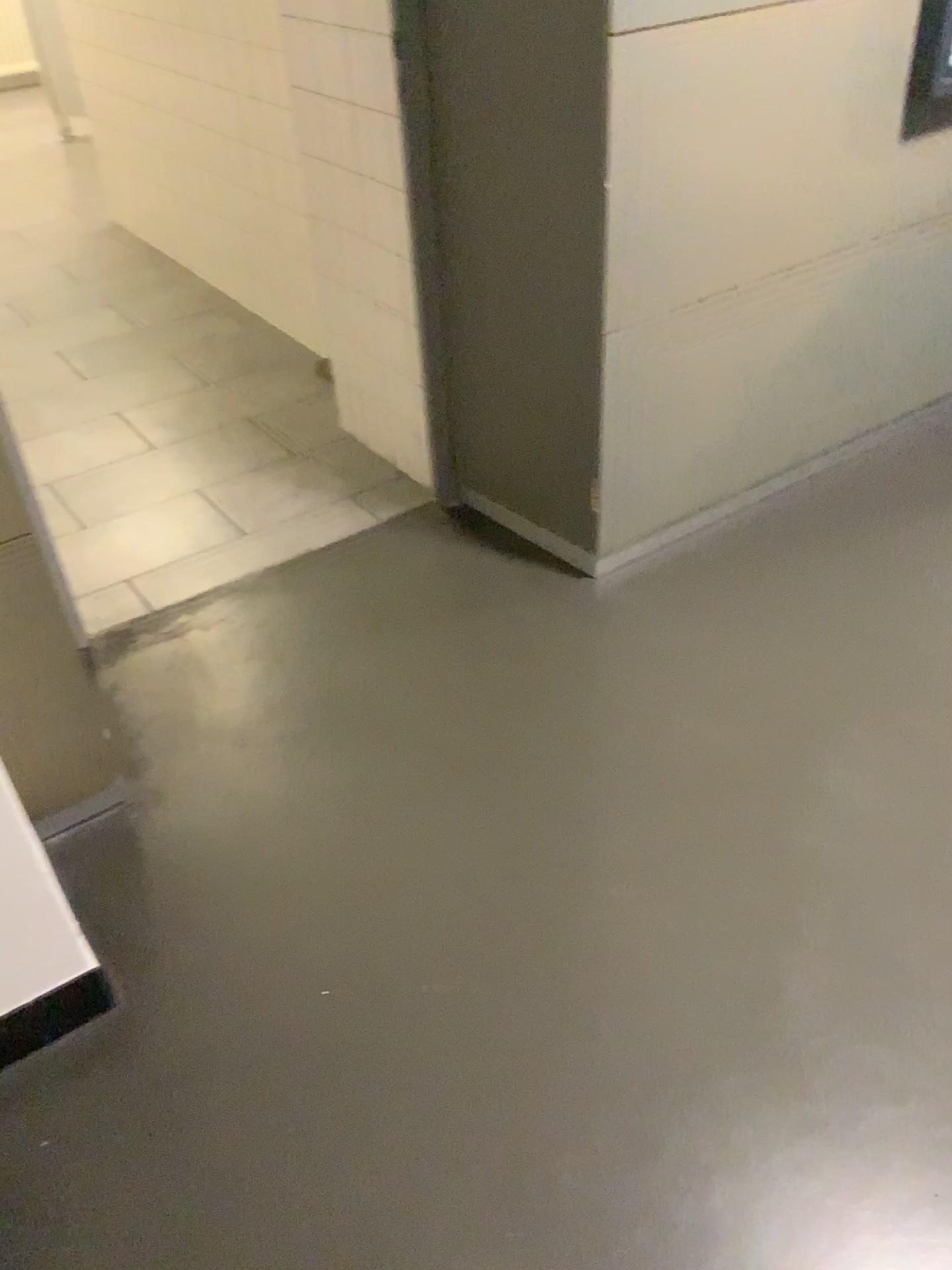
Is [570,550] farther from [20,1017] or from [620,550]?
[20,1017]

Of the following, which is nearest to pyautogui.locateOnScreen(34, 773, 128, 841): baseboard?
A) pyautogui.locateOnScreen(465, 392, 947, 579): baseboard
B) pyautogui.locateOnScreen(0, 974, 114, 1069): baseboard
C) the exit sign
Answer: pyautogui.locateOnScreen(0, 974, 114, 1069): baseboard

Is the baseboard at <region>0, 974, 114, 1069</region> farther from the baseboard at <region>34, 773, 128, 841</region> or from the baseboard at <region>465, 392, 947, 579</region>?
the baseboard at <region>465, 392, 947, 579</region>

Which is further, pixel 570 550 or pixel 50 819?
→ pixel 570 550

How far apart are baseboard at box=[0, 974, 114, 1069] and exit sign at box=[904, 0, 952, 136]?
2.3 meters

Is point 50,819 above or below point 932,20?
below

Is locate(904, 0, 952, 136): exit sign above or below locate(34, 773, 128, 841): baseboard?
above

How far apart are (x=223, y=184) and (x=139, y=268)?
0.9m

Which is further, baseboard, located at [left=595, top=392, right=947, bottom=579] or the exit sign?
baseboard, located at [left=595, top=392, right=947, bottom=579]

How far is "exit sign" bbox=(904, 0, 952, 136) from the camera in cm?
213
